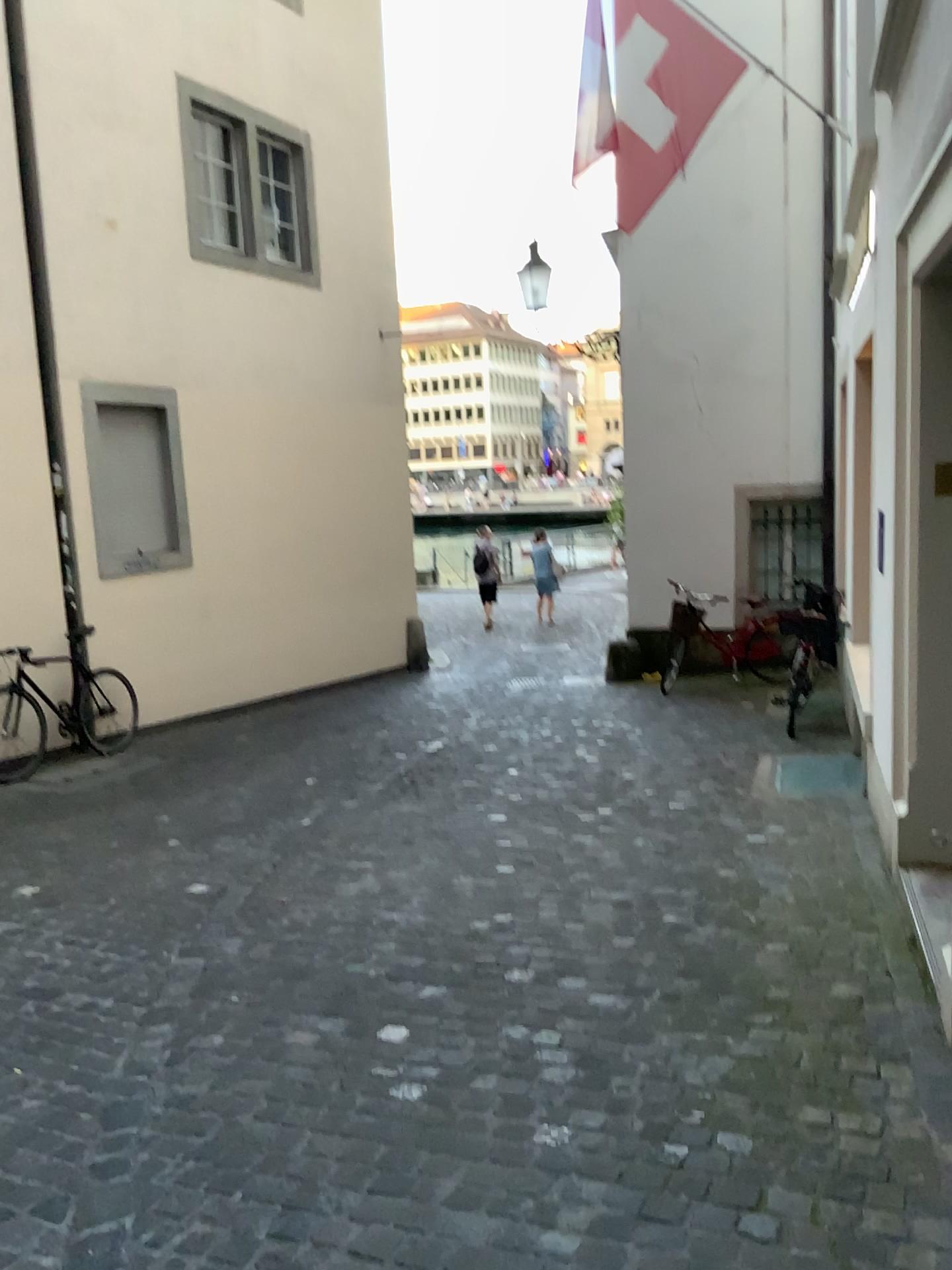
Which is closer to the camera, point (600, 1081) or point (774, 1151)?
point (774, 1151)
